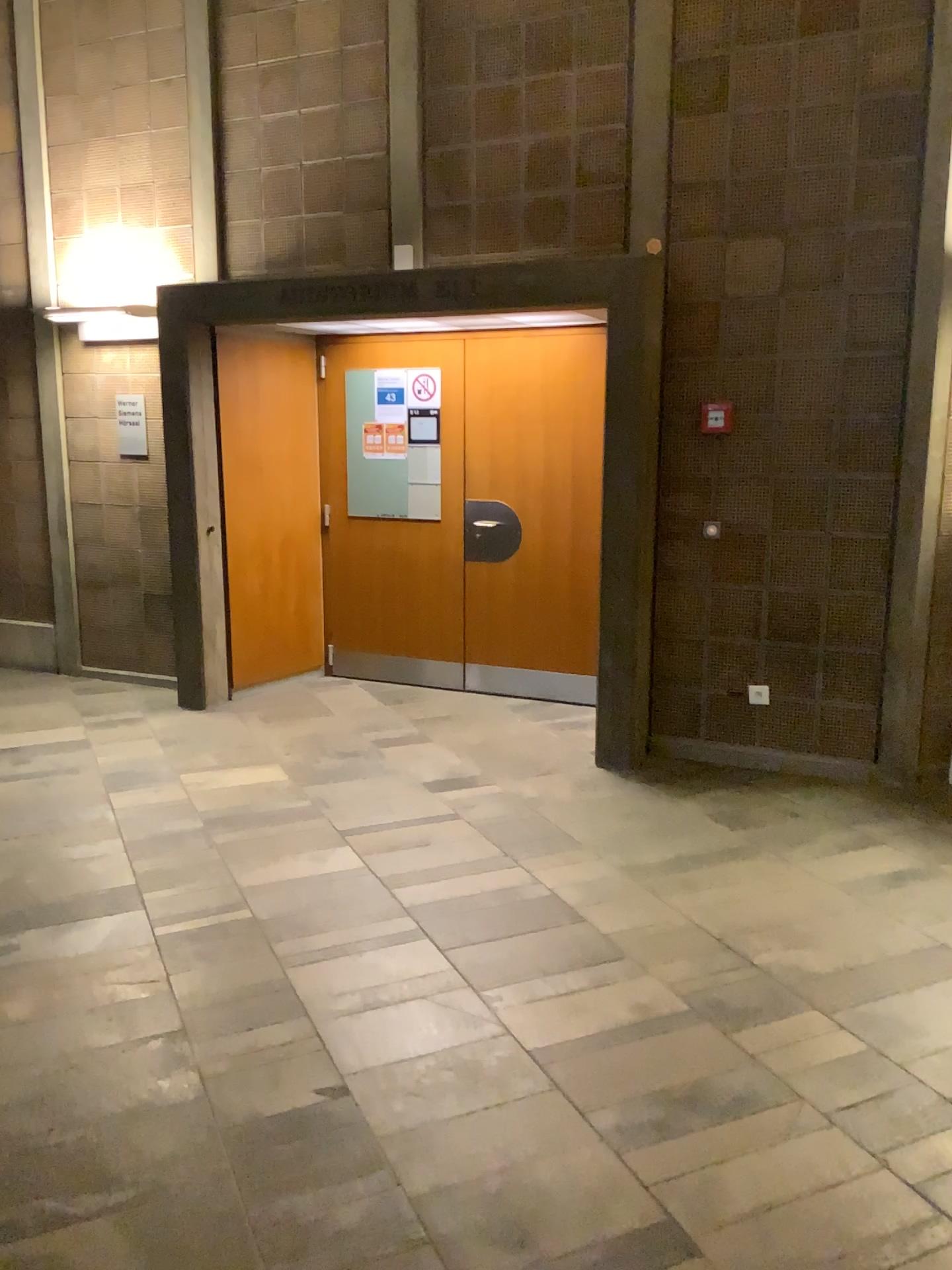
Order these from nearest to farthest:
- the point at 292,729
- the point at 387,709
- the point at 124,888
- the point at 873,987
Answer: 1. the point at 873,987
2. the point at 124,888
3. the point at 292,729
4. the point at 387,709
